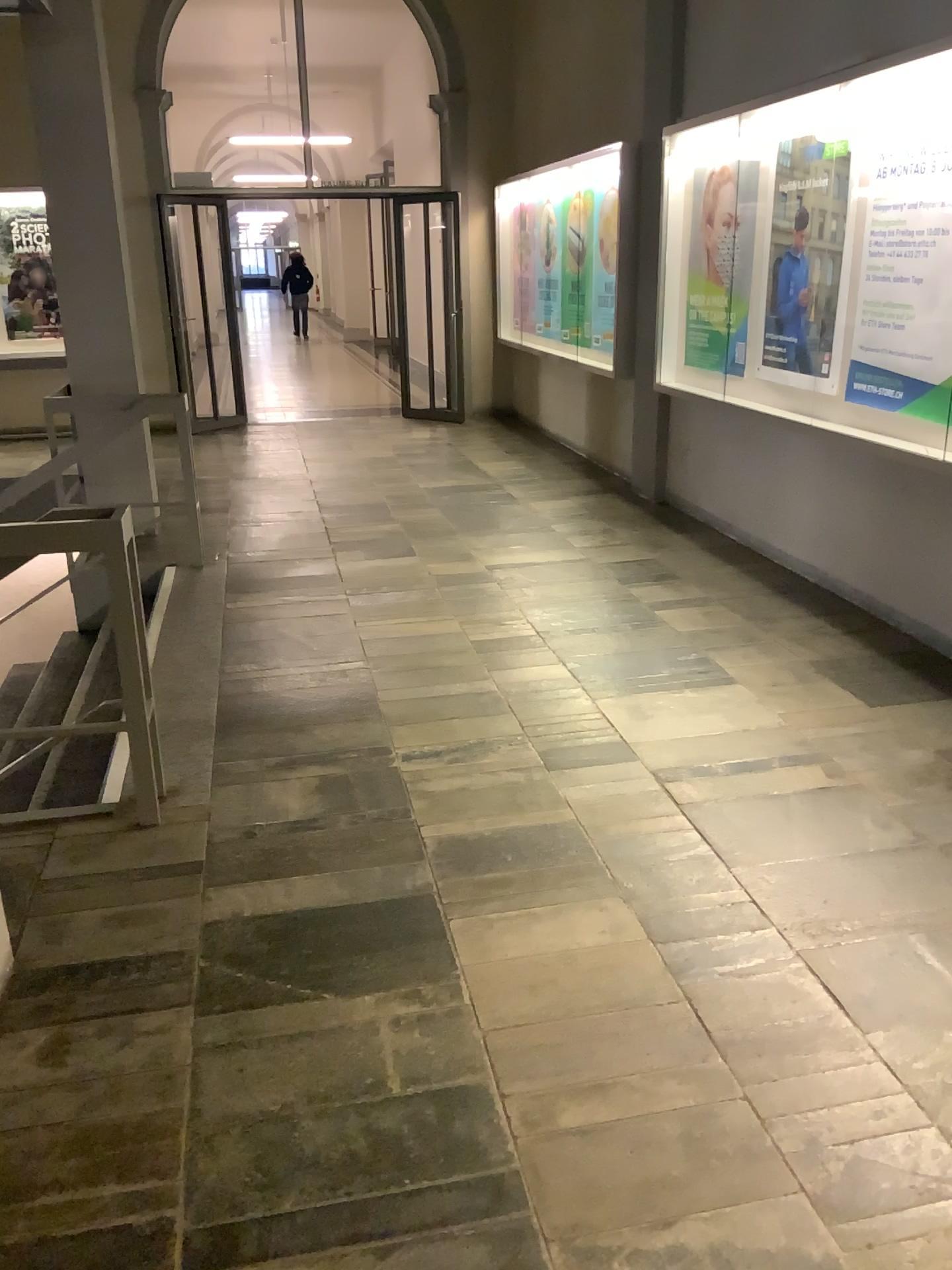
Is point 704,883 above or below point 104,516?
below

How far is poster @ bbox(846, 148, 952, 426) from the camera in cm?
404

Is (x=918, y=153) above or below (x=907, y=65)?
below

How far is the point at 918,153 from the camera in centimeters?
404cm
